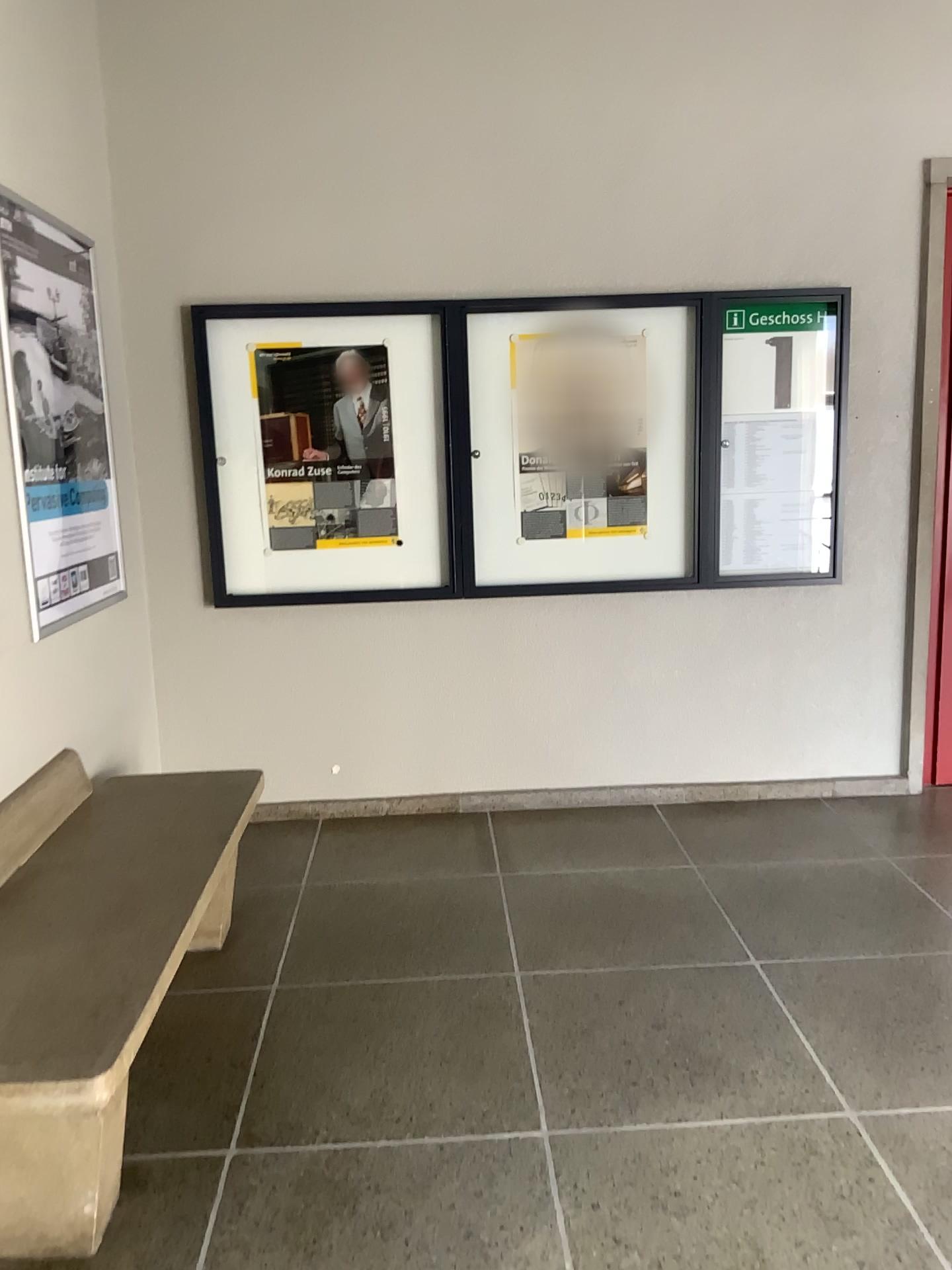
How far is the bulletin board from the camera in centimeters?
399cm

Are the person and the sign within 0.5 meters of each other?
no

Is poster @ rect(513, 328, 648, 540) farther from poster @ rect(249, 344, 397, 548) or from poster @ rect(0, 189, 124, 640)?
poster @ rect(0, 189, 124, 640)

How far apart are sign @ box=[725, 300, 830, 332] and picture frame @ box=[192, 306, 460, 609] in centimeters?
111cm

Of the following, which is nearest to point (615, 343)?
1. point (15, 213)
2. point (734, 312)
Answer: point (734, 312)

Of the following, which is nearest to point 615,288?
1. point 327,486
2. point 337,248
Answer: point 337,248

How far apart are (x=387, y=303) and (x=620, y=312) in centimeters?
88cm

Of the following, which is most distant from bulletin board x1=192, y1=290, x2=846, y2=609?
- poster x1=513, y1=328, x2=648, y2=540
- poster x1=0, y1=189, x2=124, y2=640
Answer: poster x1=0, y1=189, x2=124, y2=640

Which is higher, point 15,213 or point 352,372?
point 15,213

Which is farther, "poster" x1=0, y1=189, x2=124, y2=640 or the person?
the person
